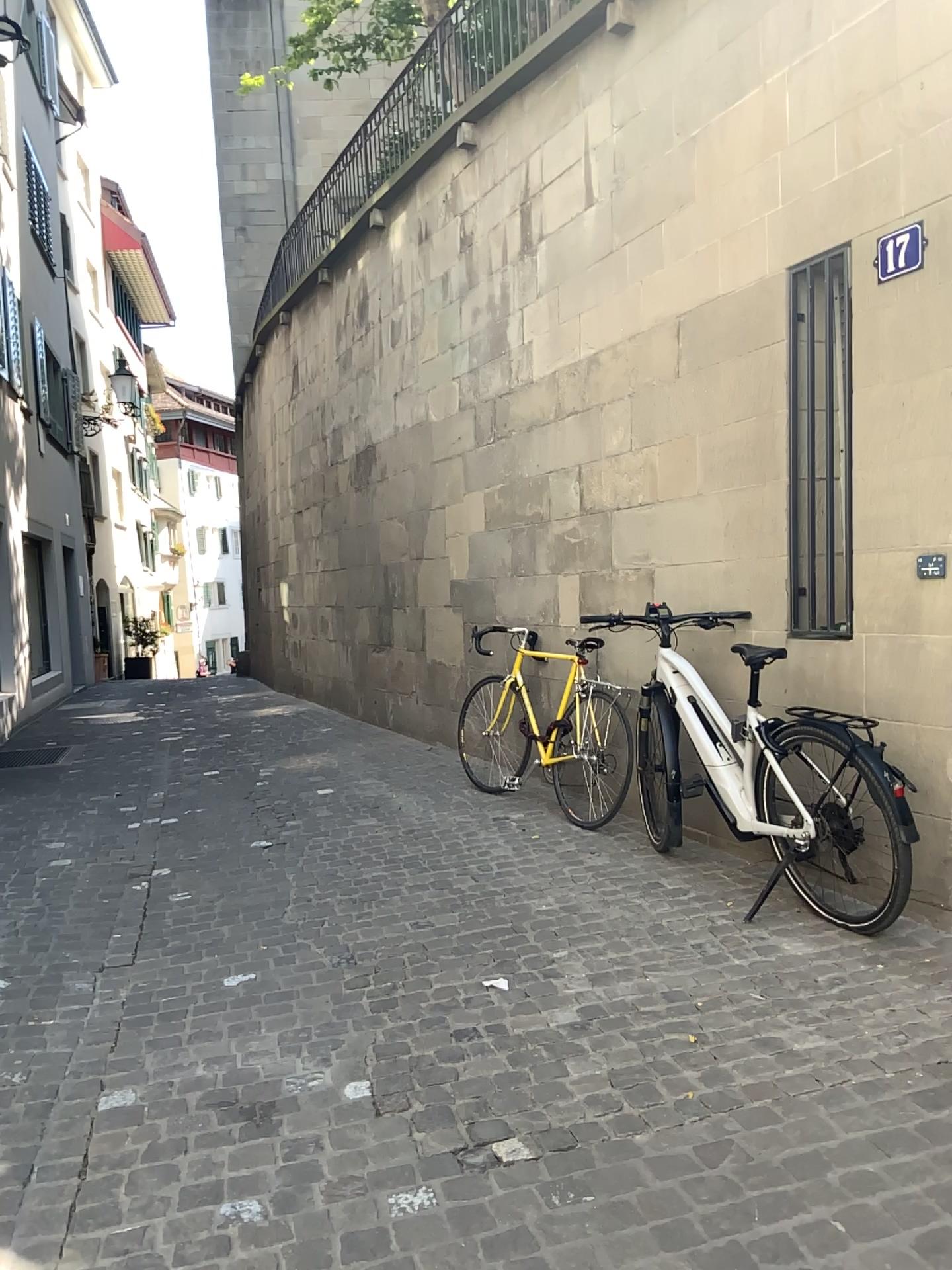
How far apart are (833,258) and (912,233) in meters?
0.4 m

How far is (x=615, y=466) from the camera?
5.4 meters

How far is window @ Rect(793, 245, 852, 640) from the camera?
3.91m

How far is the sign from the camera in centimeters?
349cm

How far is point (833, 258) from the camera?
3.91m

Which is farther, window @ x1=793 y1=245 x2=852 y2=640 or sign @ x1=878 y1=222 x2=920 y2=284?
window @ x1=793 y1=245 x2=852 y2=640

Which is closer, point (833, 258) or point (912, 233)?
point (912, 233)
